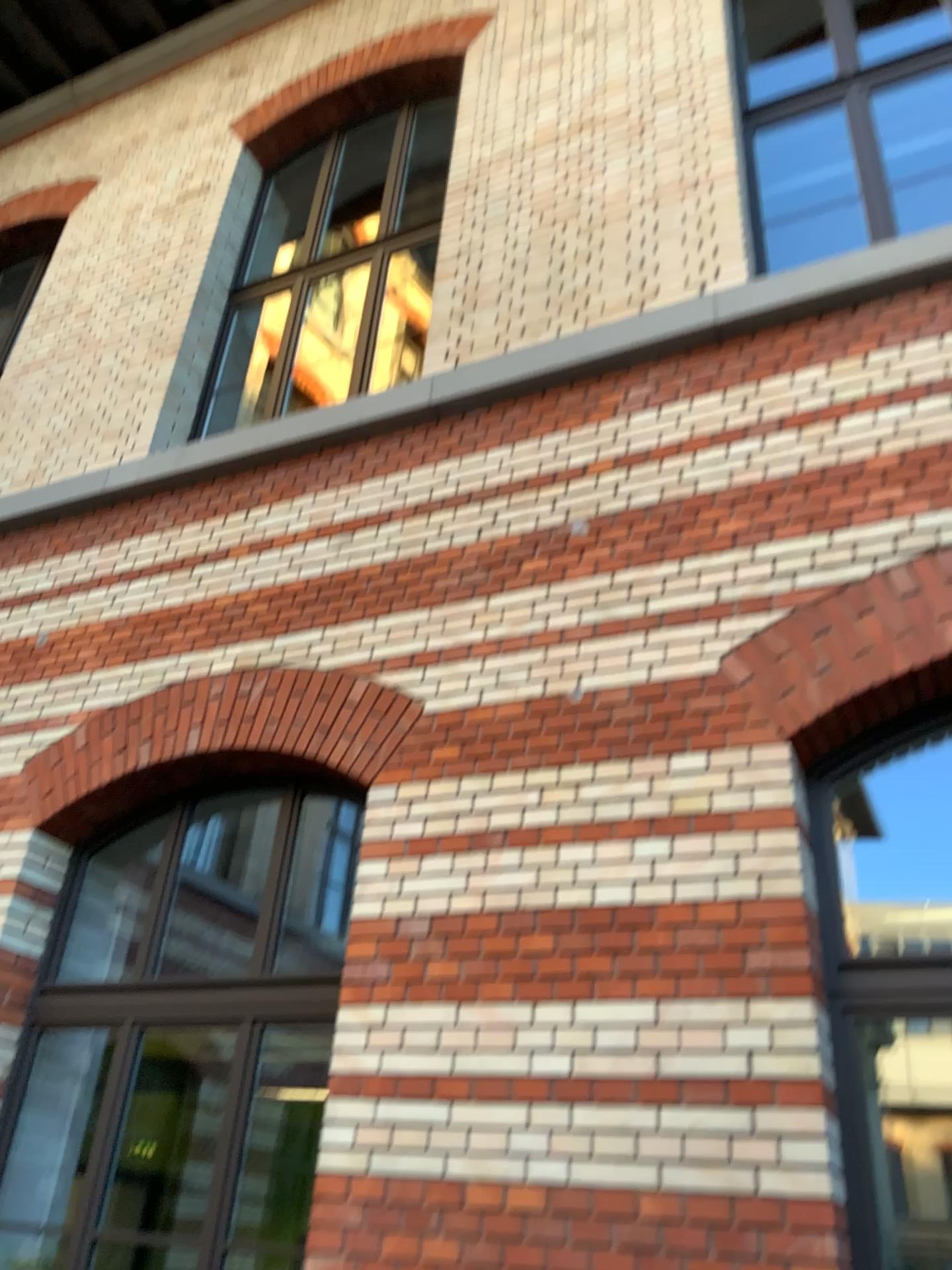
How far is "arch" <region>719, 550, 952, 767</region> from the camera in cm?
331

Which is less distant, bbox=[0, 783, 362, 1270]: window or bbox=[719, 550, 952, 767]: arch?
bbox=[719, 550, 952, 767]: arch

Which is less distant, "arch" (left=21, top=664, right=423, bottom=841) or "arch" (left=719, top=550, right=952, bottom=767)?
"arch" (left=719, top=550, right=952, bottom=767)

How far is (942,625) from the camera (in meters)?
3.31

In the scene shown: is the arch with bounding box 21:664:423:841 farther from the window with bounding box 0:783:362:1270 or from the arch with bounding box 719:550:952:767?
the arch with bounding box 719:550:952:767

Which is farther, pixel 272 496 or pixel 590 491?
pixel 272 496

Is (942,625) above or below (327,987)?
above

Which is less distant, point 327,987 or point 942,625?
point 942,625

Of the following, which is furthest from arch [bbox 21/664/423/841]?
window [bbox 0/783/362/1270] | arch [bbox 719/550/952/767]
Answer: arch [bbox 719/550/952/767]
